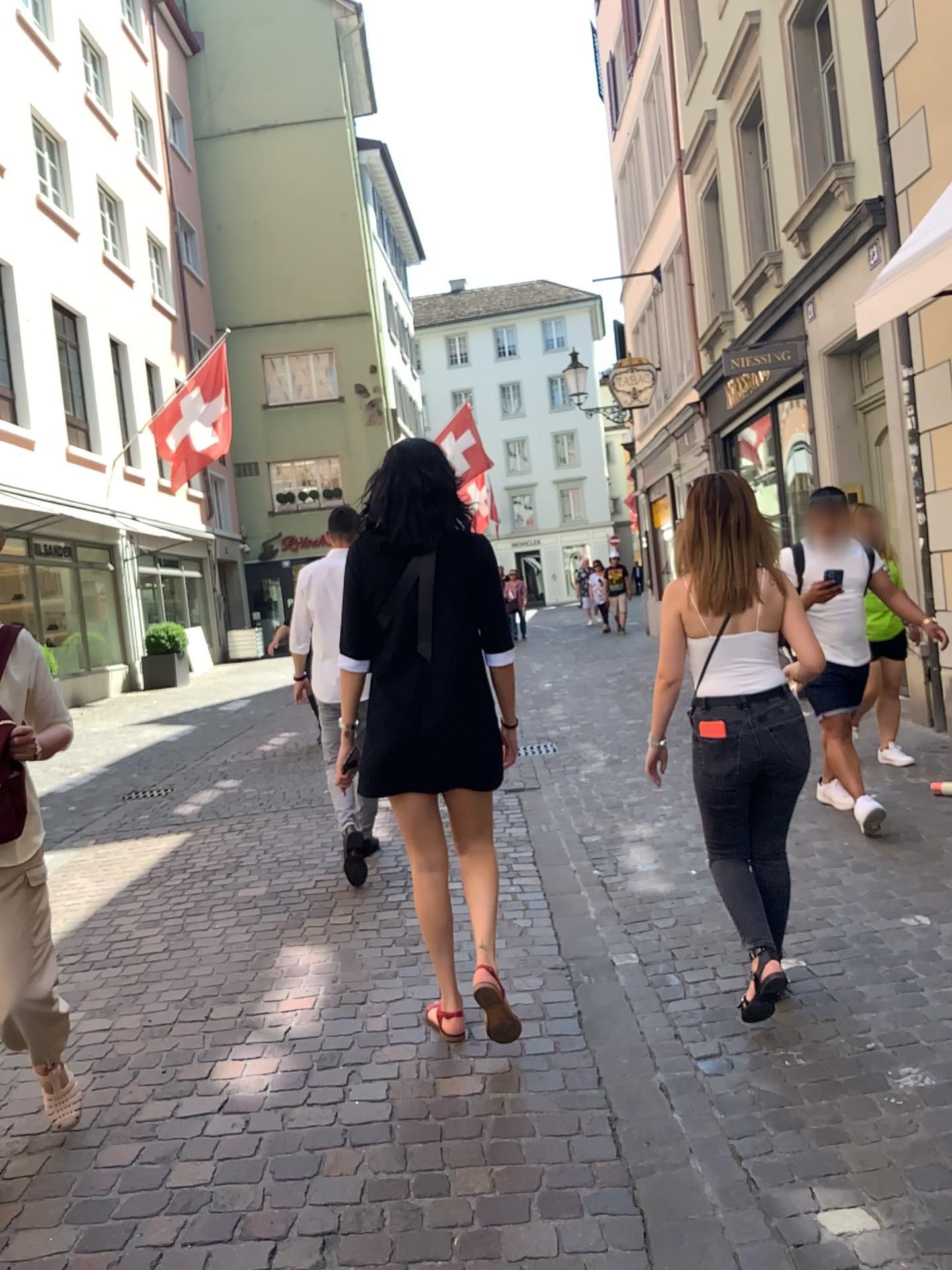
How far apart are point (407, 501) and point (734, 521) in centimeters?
93cm

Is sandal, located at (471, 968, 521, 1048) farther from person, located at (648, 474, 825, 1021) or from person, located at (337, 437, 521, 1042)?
person, located at (648, 474, 825, 1021)

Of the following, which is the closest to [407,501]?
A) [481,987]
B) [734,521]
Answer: [734,521]

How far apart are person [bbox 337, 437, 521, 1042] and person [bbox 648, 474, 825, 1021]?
0.58m

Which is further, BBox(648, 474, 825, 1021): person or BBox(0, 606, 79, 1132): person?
BBox(648, 474, 825, 1021): person

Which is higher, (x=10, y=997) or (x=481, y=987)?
(x=10, y=997)

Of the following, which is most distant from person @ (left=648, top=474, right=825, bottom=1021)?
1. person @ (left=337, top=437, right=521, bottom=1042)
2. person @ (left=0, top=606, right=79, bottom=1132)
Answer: person @ (left=0, top=606, right=79, bottom=1132)

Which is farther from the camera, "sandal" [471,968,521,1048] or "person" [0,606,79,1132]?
"sandal" [471,968,521,1048]

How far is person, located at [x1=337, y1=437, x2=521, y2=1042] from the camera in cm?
294

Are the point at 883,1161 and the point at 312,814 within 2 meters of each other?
no
